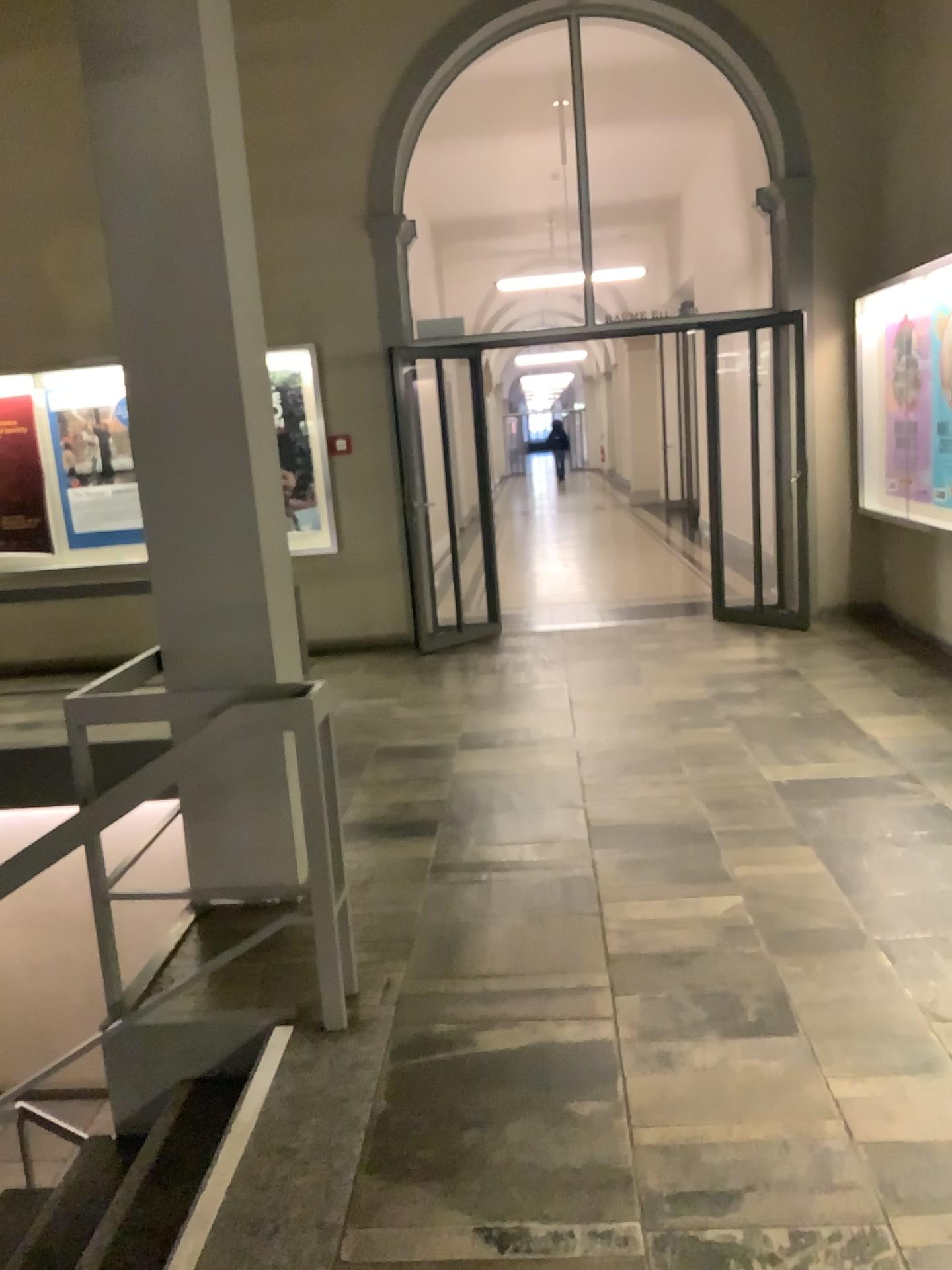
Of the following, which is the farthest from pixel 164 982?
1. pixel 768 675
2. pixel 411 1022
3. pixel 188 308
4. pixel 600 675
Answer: pixel 768 675

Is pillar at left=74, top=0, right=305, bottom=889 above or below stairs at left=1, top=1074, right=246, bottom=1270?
above

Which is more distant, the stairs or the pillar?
the pillar

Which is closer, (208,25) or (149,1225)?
(149,1225)

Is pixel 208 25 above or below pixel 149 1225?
above
